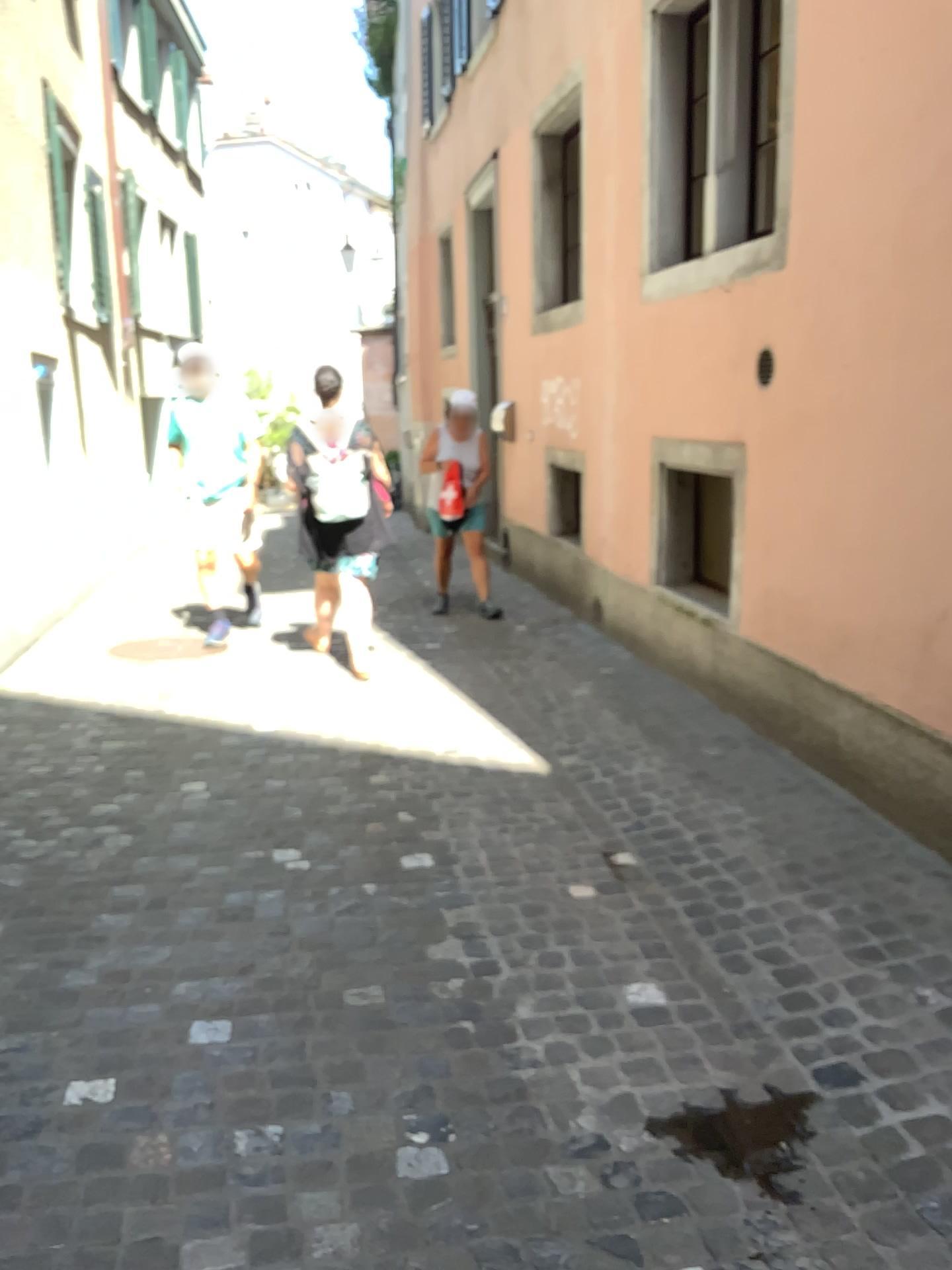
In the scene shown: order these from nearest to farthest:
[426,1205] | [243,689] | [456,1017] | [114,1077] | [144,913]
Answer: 1. [426,1205]
2. [114,1077]
3. [456,1017]
4. [144,913]
5. [243,689]

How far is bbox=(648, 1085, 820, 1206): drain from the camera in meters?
2.0

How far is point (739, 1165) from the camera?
2.0m
